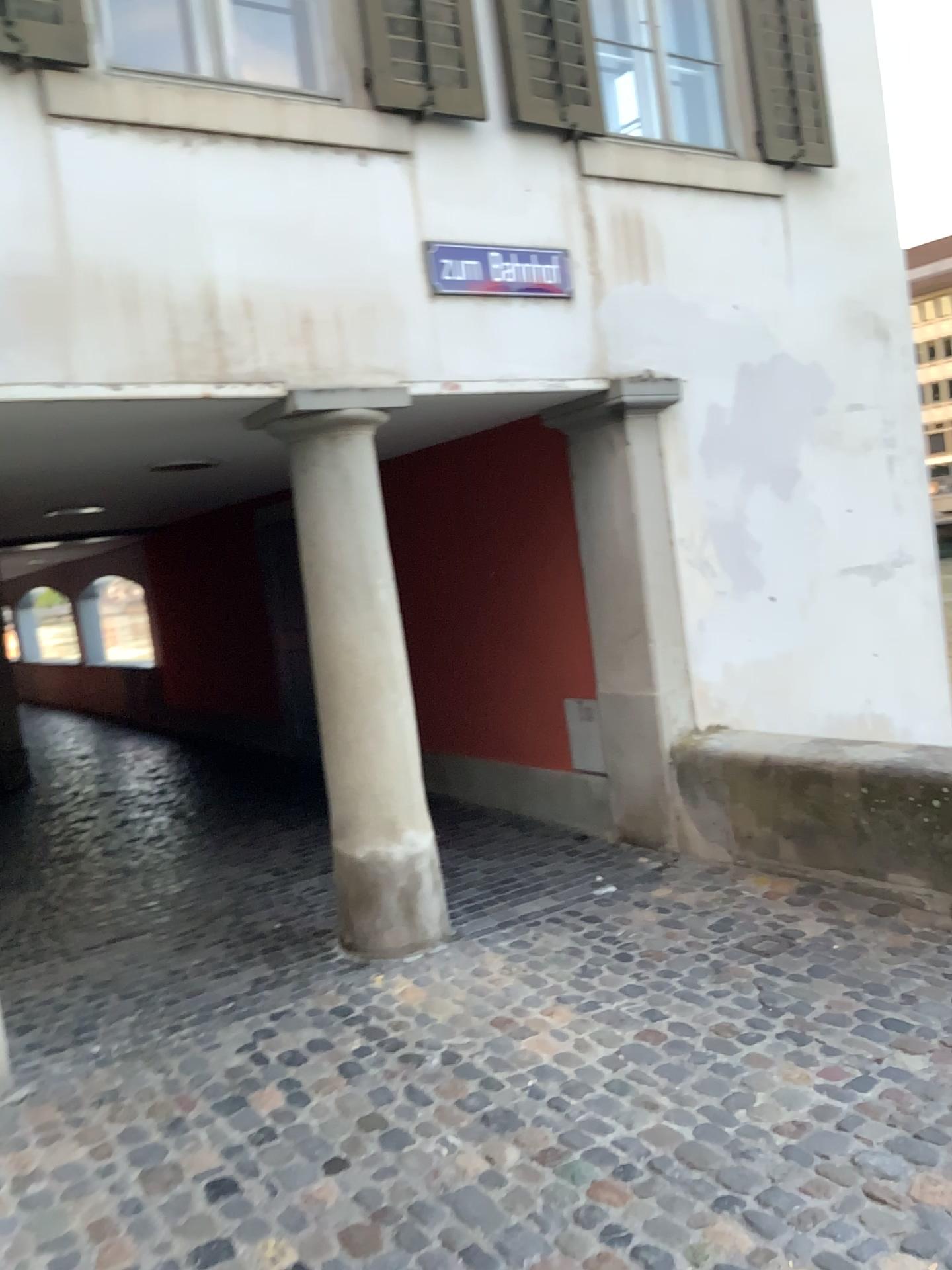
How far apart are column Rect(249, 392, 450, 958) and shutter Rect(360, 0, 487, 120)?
1.17m

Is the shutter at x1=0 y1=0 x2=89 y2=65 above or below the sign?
above

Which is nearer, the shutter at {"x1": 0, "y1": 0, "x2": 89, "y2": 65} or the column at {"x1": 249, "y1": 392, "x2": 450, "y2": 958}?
the shutter at {"x1": 0, "y1": 0, "x2": 89, "y2": 65}

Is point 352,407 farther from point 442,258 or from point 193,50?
point 193,50

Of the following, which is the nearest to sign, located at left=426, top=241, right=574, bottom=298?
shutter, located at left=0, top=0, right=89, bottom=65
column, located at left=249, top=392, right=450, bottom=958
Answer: column, located at left=249, top=392, right=450, bottom=958

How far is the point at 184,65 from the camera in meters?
3.8

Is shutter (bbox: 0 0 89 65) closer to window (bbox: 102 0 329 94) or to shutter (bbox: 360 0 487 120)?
window (bbox: 102 0 329 94)

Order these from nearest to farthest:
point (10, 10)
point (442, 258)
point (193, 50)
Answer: point (10, 10) < point (193, 50) < point (442, 258)

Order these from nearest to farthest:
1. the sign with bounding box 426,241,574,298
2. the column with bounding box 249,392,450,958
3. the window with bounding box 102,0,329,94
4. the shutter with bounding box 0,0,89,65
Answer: the shutter with bounding box 0,0,89,65 < the window with bounding box 102,0,329,94 < the column with bounding box 249,392,450,958 < the sign with bounding box 426,241,574,298

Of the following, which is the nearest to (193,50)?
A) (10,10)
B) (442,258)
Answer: (10,10)
